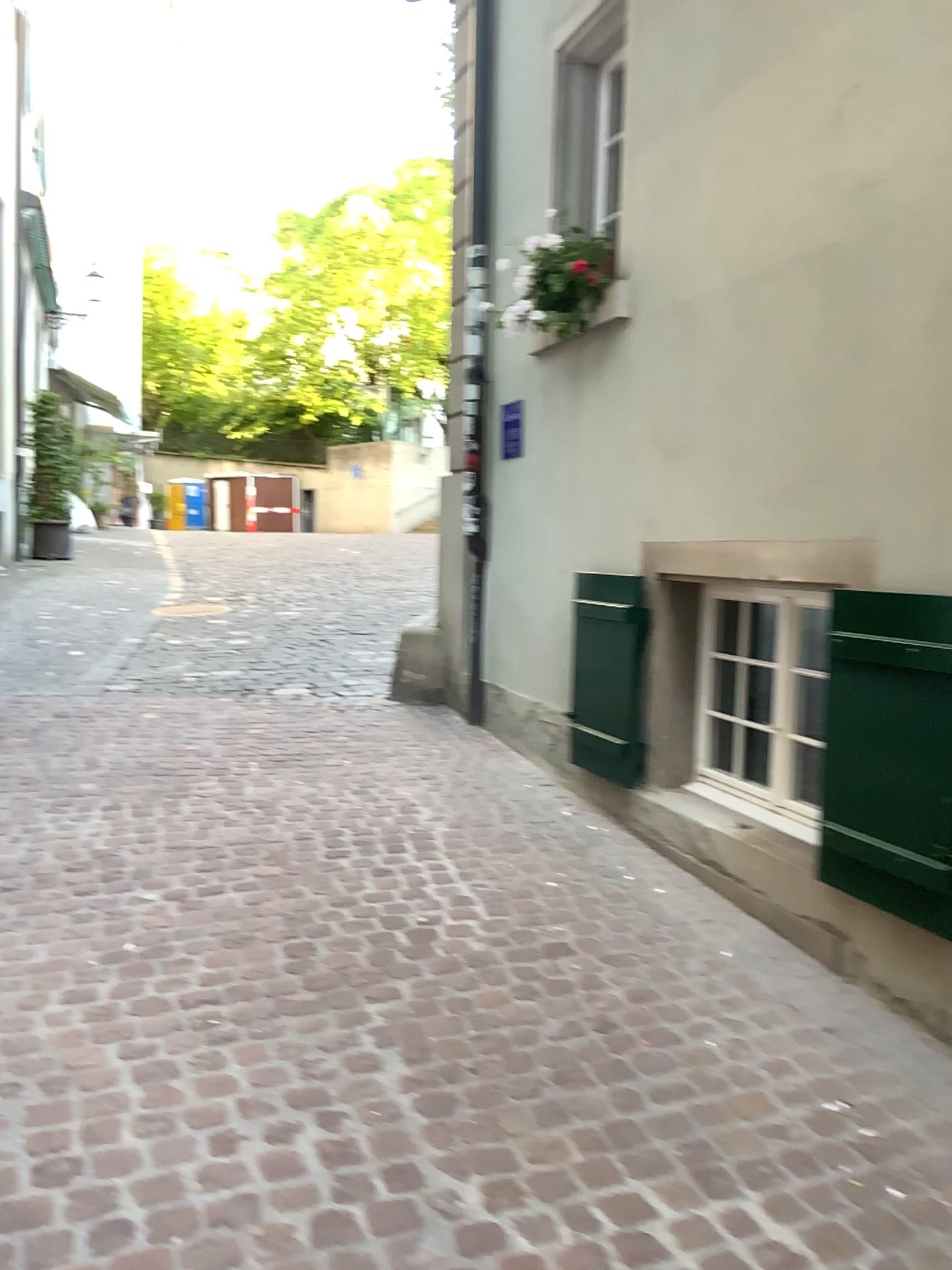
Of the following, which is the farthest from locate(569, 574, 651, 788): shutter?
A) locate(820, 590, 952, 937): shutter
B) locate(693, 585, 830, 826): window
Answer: locate(820, 590, 952, 937): shutter

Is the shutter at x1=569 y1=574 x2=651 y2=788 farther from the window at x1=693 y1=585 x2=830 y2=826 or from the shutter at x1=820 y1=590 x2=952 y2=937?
the shutter at x1=820 y1=590 x2=952 y2=937

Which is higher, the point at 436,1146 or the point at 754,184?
the point at 754,184

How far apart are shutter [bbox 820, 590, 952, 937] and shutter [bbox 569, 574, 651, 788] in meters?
1.3 m

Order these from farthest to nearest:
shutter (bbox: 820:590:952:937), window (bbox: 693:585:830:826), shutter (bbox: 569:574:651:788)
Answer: shutter (bbox: 569:574:651:788) < window (bbox: 693:585:830:826) < shutter (bbox: 820:590:952:937)

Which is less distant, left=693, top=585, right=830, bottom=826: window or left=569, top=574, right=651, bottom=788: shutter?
left=693, top=585, right=830, bottom=826: window

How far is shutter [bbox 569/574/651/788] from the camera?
4.43m

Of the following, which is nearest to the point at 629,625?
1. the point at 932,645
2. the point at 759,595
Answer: the point at 759,595

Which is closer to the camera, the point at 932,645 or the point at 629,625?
the point at 932,645

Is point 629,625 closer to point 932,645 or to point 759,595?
point 759,595
